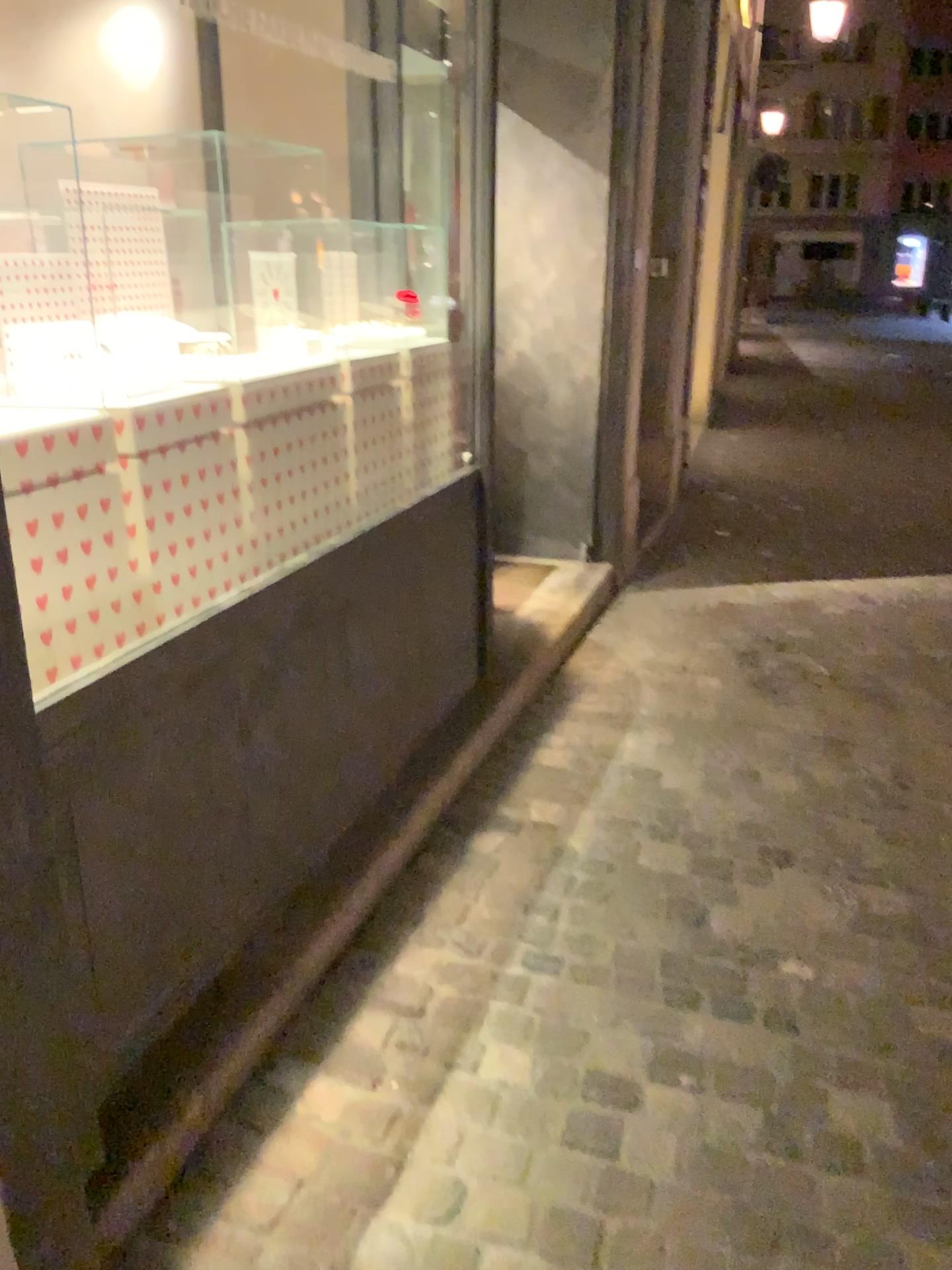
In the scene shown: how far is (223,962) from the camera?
2.0 meters
